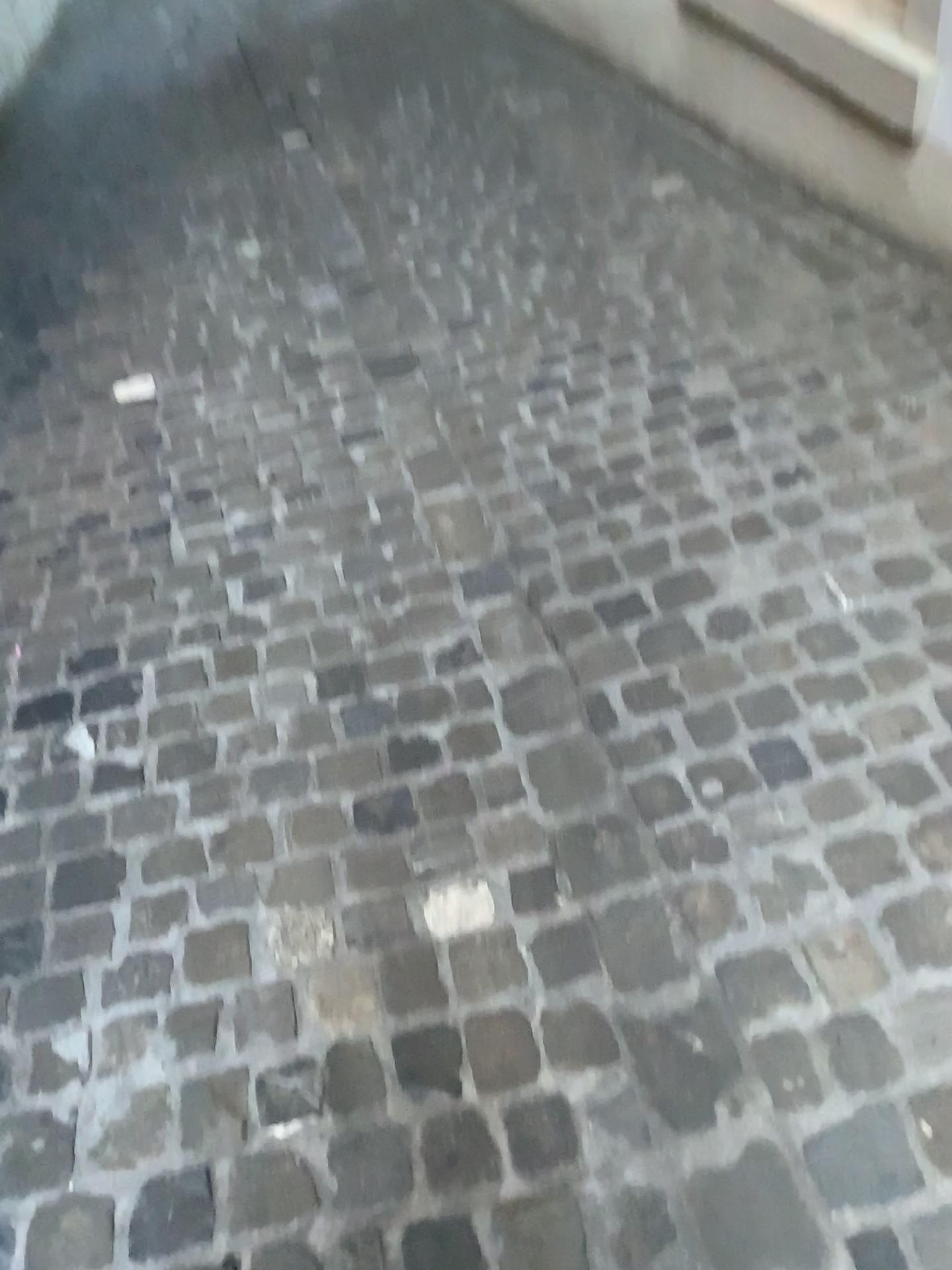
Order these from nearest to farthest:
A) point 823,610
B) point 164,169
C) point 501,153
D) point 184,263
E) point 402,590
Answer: point 823,610 → point 402,590 → point 184,263 → point 501,153 → point 164,169
